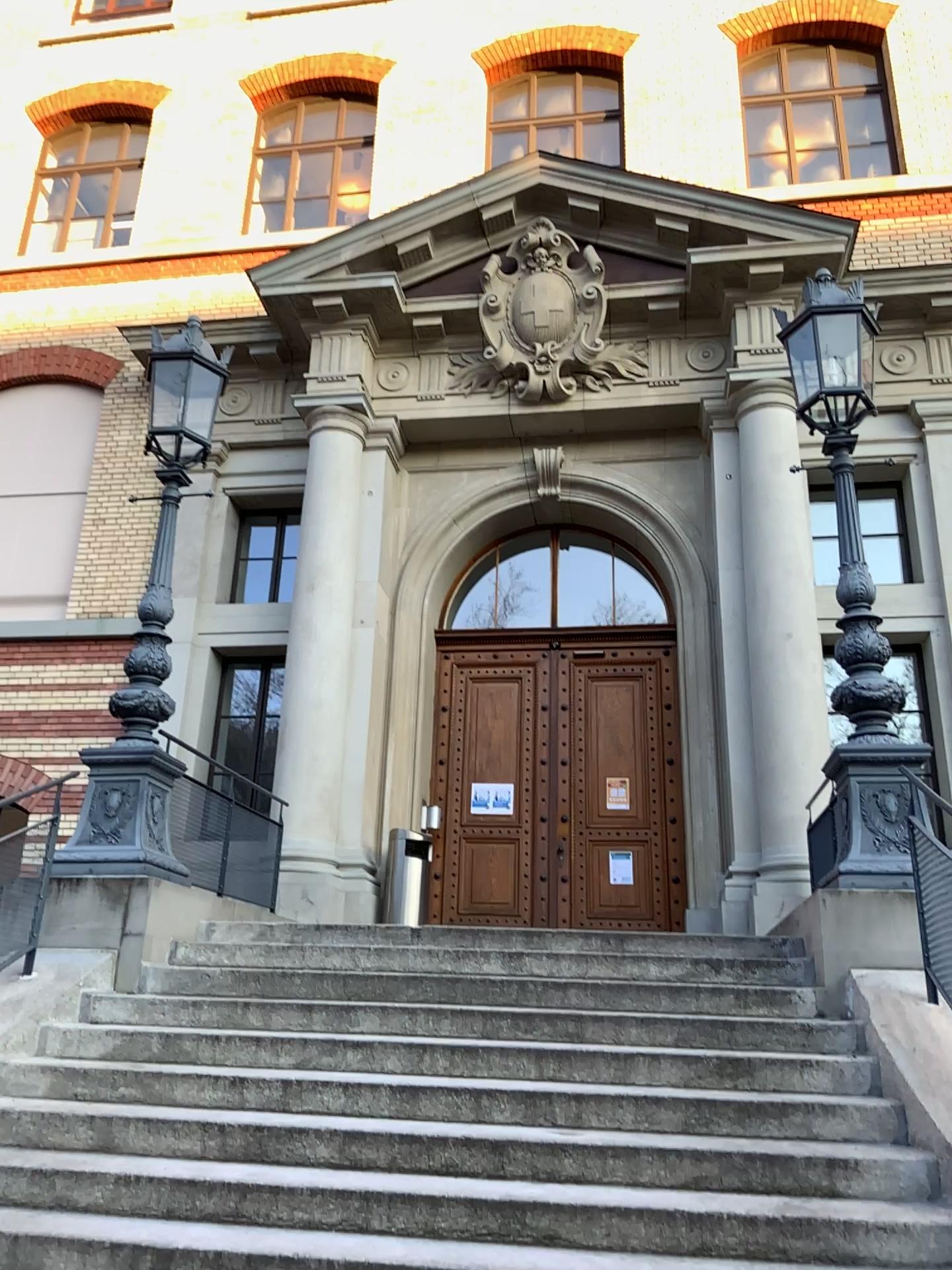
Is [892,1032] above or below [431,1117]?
above
